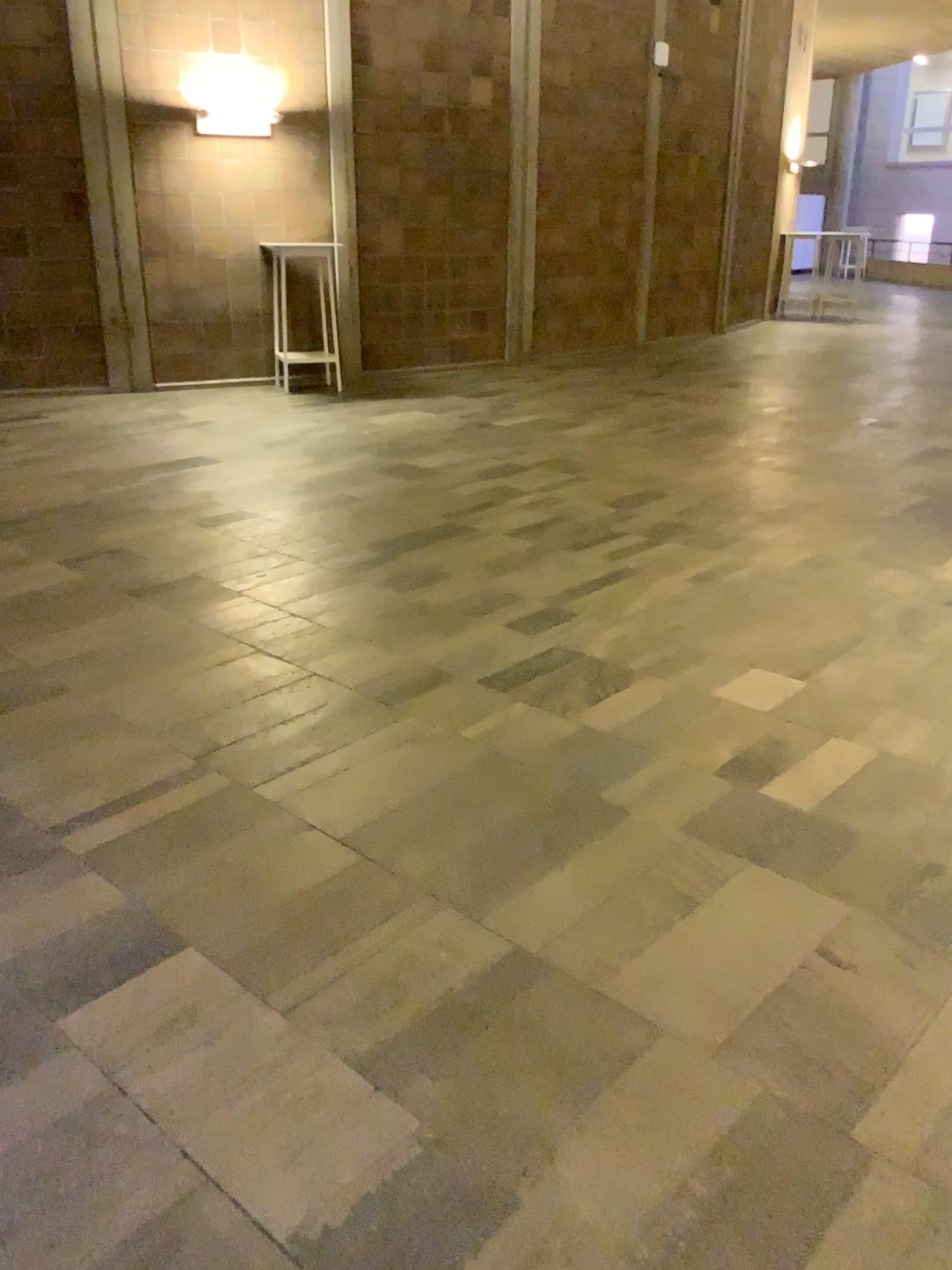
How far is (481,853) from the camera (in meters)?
2.51
